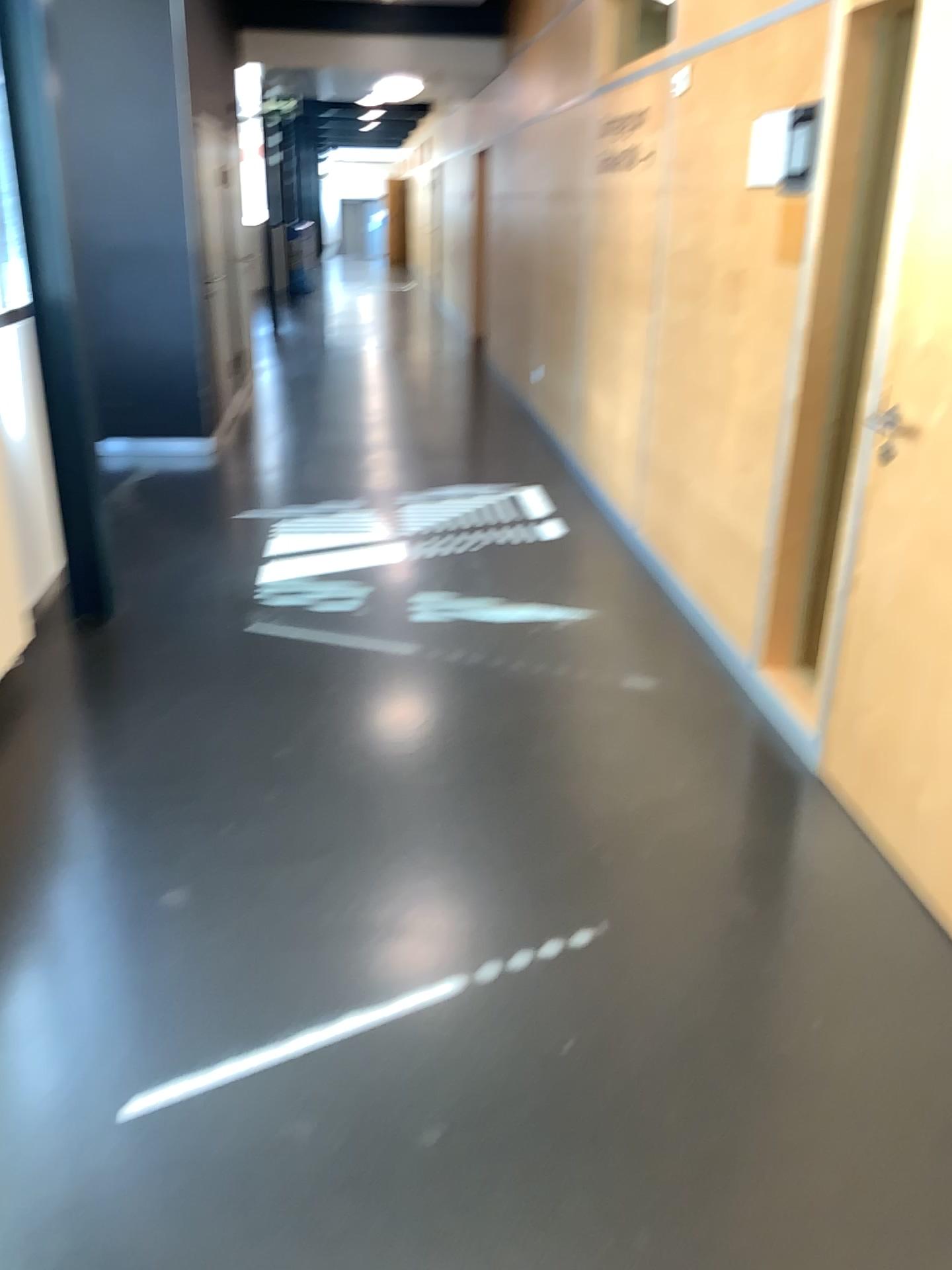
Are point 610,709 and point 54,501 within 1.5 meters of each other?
no
